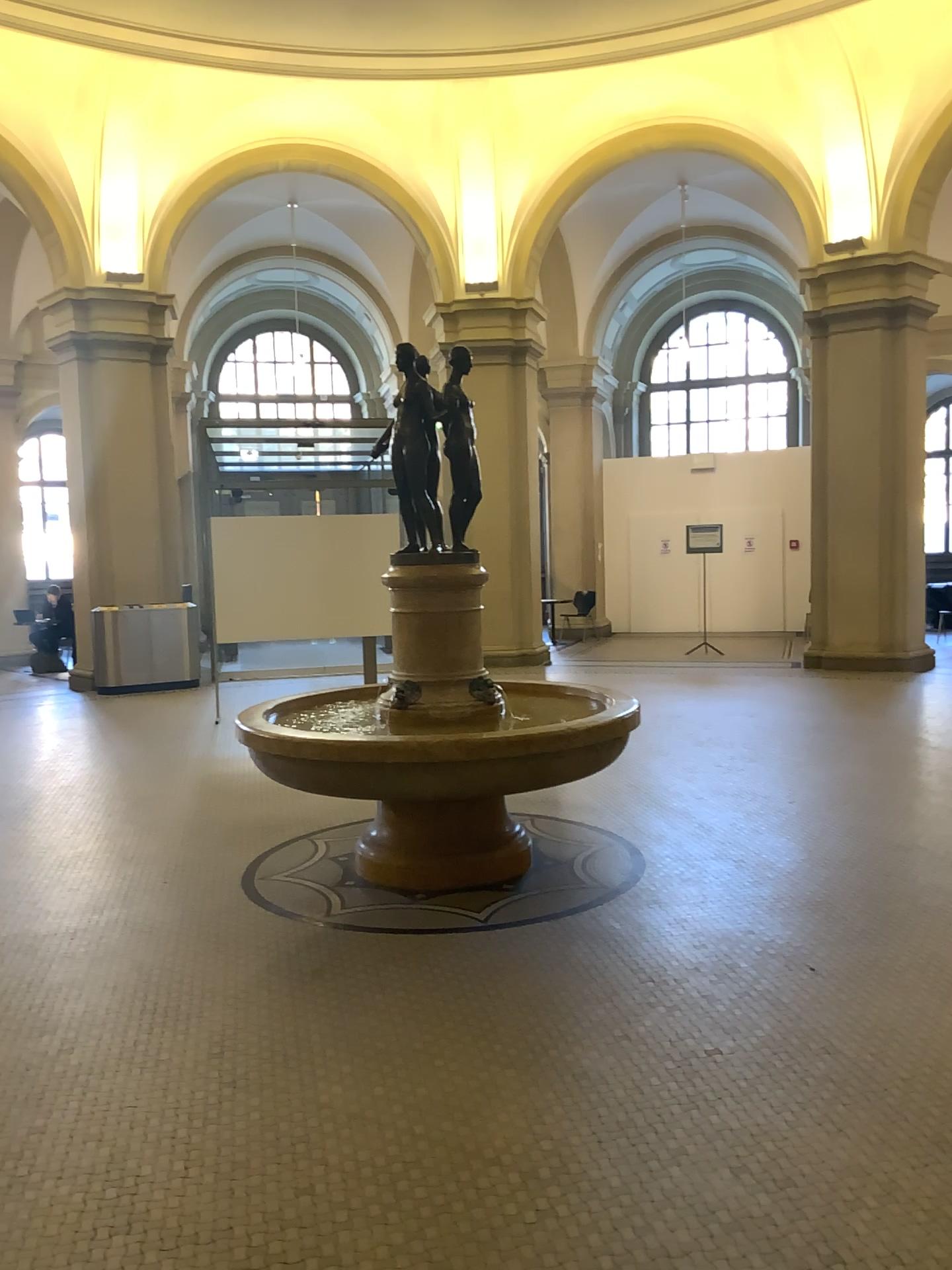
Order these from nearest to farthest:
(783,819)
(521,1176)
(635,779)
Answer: (521,1176)
(783,819)
(635,779)
